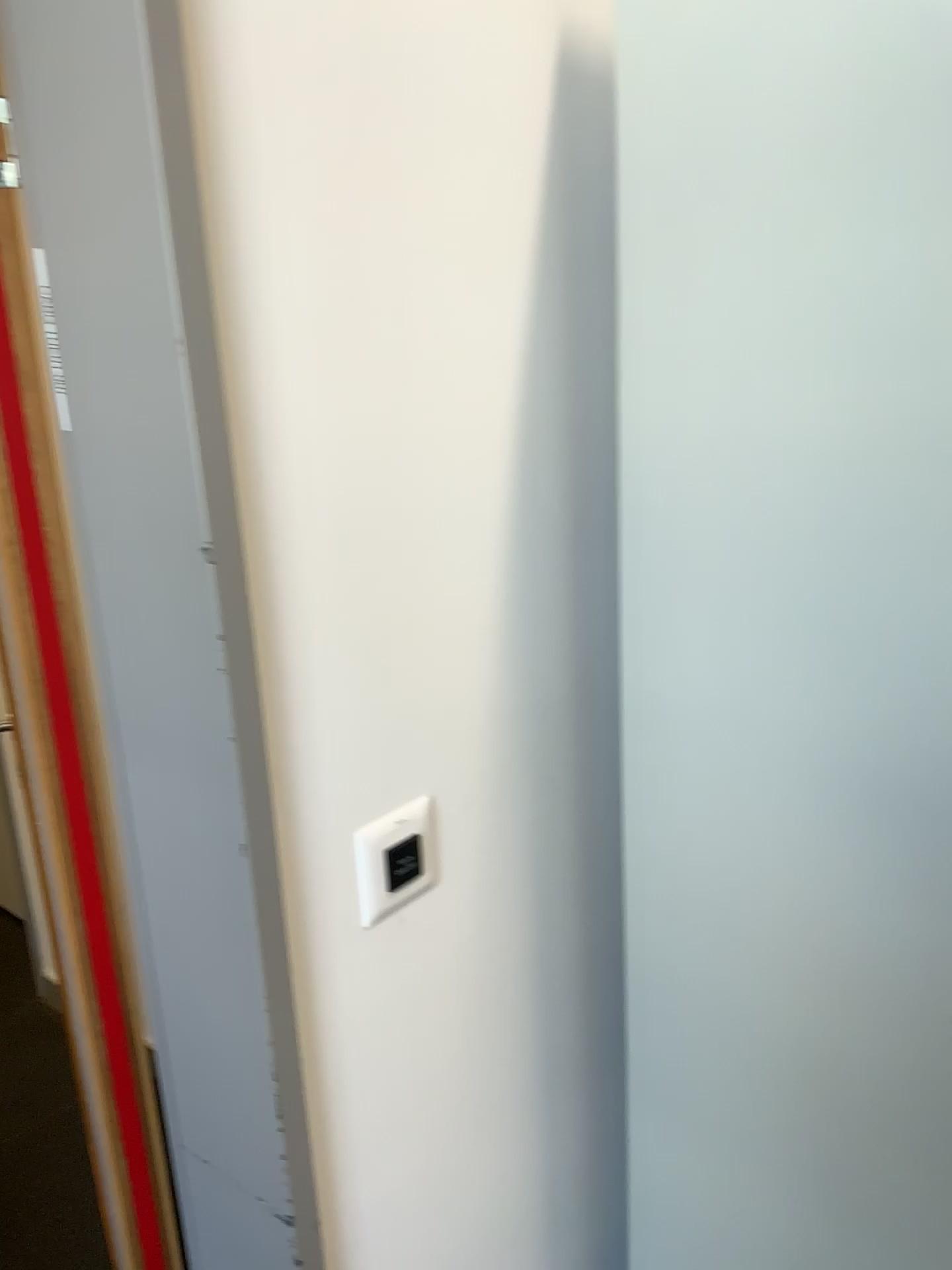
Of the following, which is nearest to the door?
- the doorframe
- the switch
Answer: the switch

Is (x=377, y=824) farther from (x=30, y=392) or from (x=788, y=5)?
(x=788, y=5)

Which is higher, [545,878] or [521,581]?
[521,581]

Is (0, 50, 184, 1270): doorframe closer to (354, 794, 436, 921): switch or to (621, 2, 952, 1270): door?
(354, 794, 436, 921): switch

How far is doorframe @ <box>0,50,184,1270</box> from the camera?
0.9 meters

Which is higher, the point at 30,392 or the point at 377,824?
the point at 30,392

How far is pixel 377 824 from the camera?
0.91m

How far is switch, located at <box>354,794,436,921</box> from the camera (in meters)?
0.91
